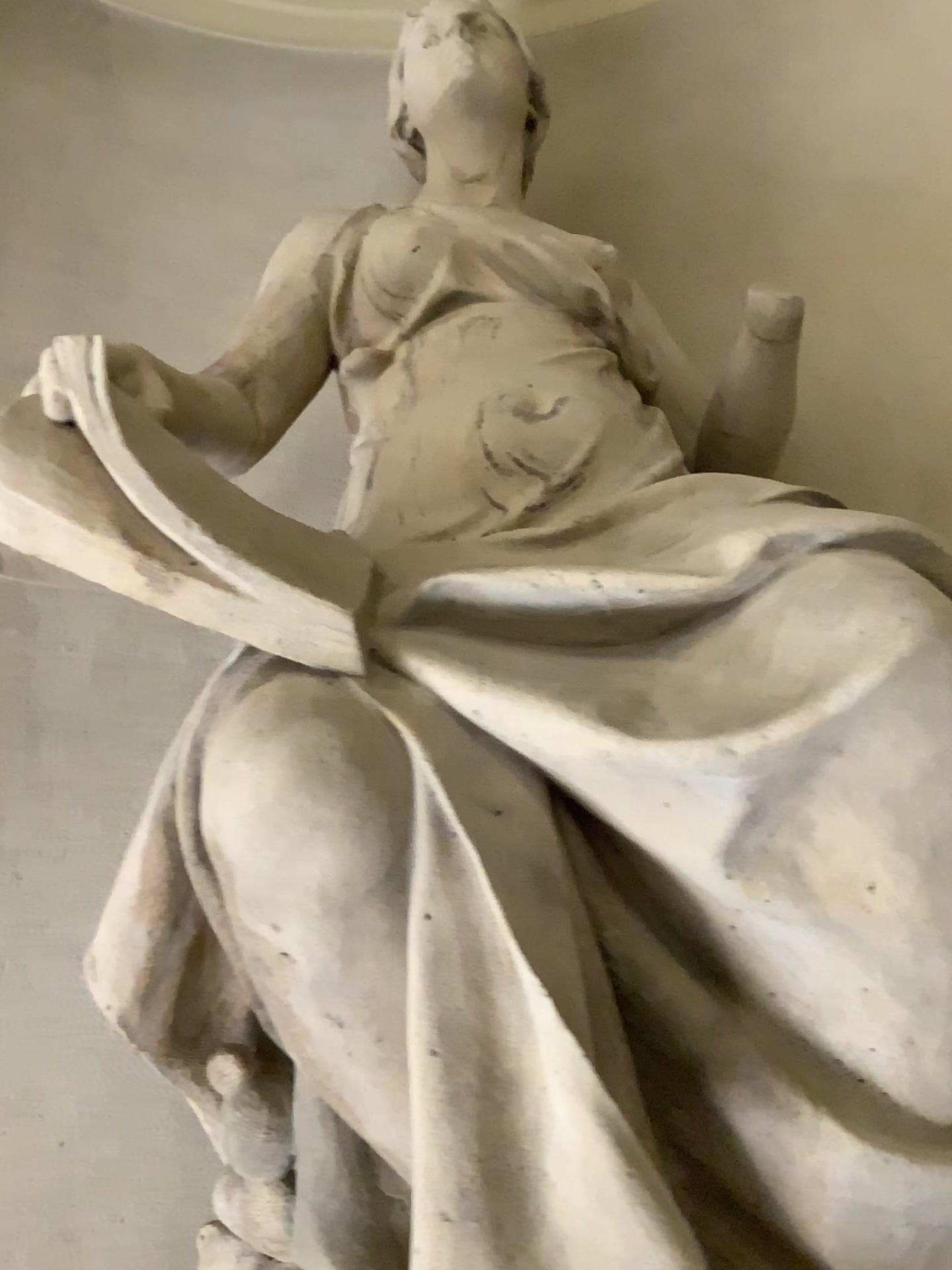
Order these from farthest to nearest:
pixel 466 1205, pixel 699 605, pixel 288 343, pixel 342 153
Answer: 1. pixel 342 153
2. pixel 288 343
3. pixel 699 605
4. pixel 466 1205

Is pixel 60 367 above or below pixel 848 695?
above
